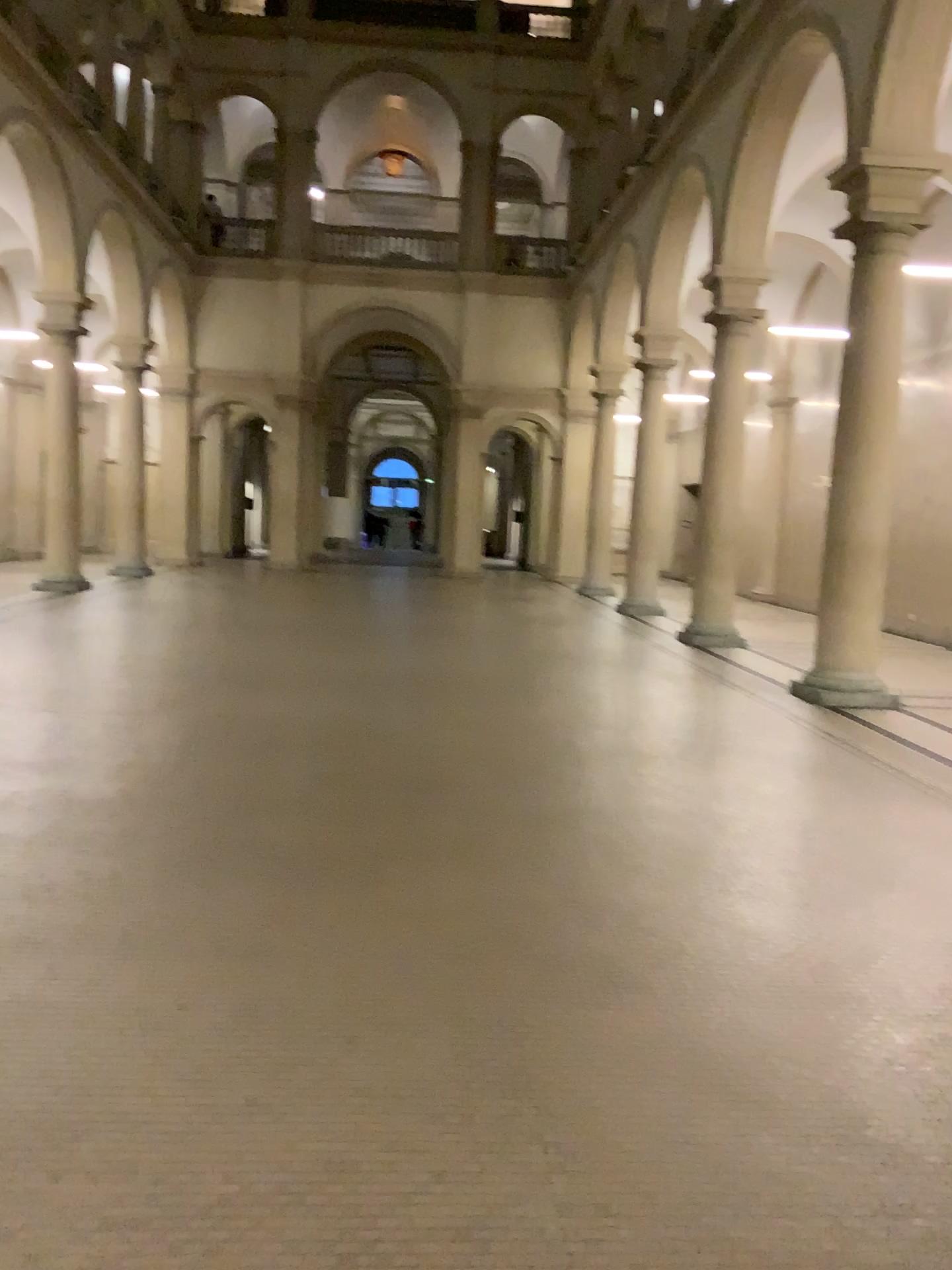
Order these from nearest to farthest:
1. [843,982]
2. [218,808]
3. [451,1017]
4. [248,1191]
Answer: [248,1191], [451,1017], [843,982], [218,808]
